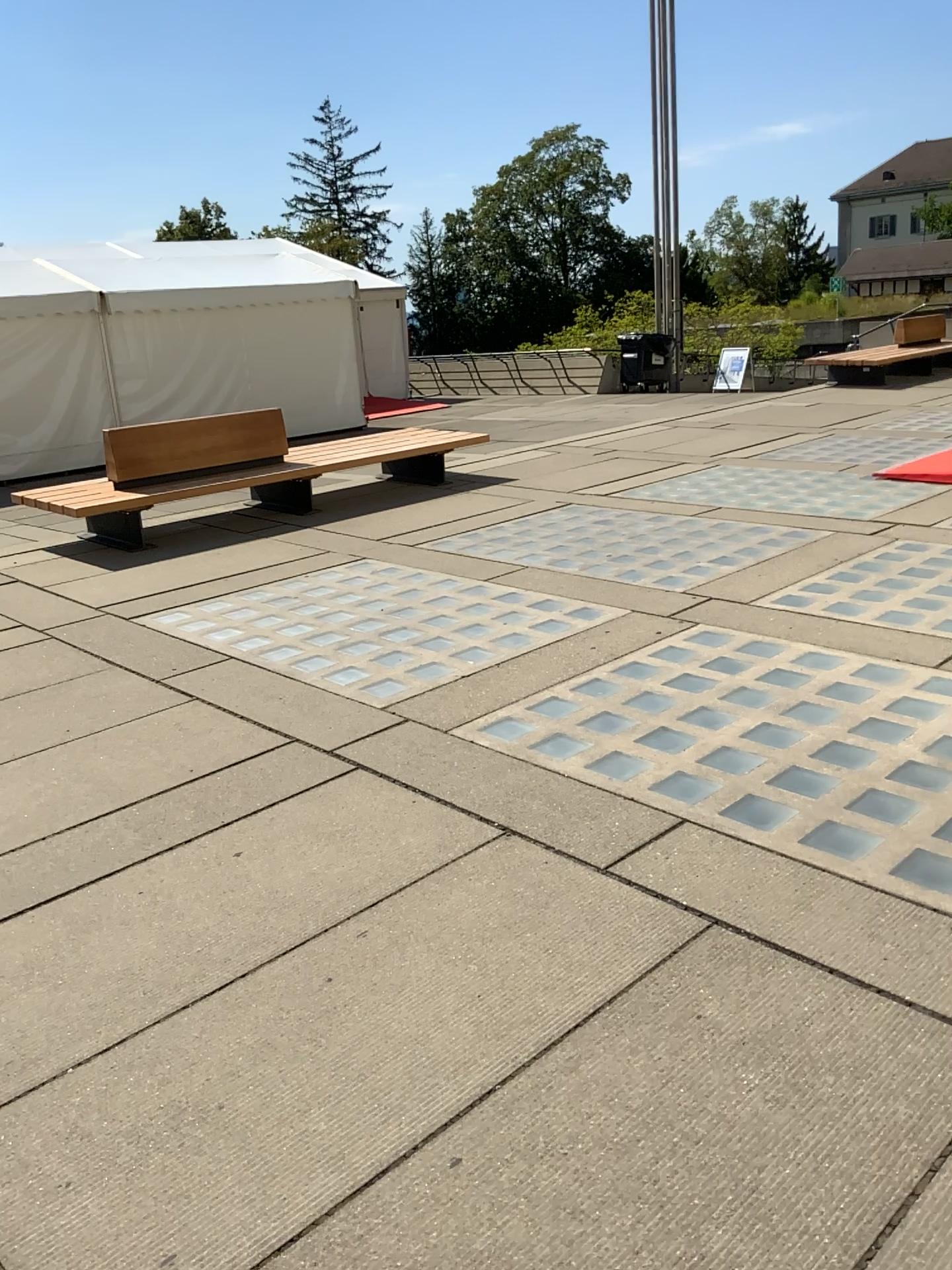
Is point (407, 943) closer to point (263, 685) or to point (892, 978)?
point (892, 978)
